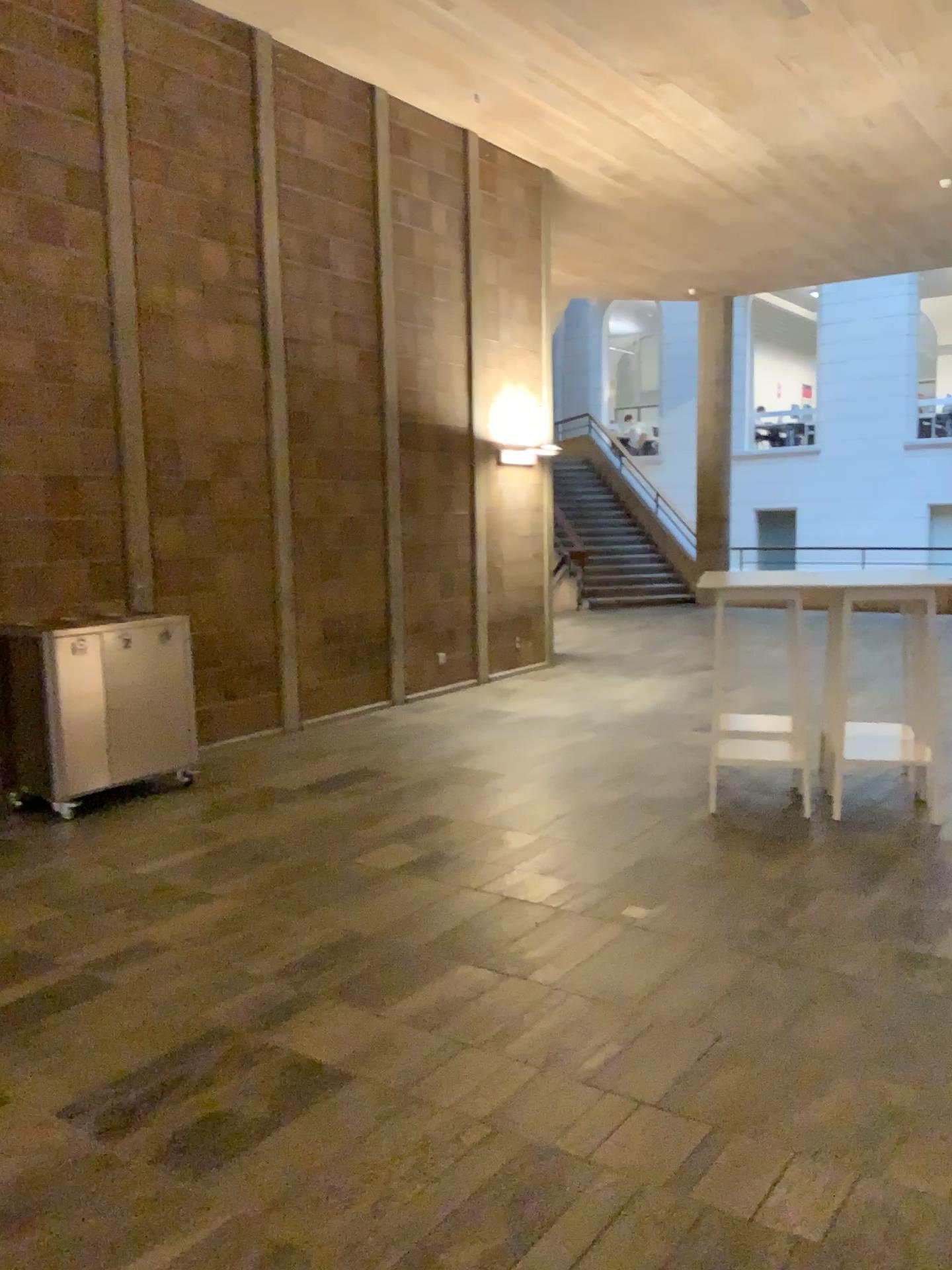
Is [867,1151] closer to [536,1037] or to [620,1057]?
[620,1057]
